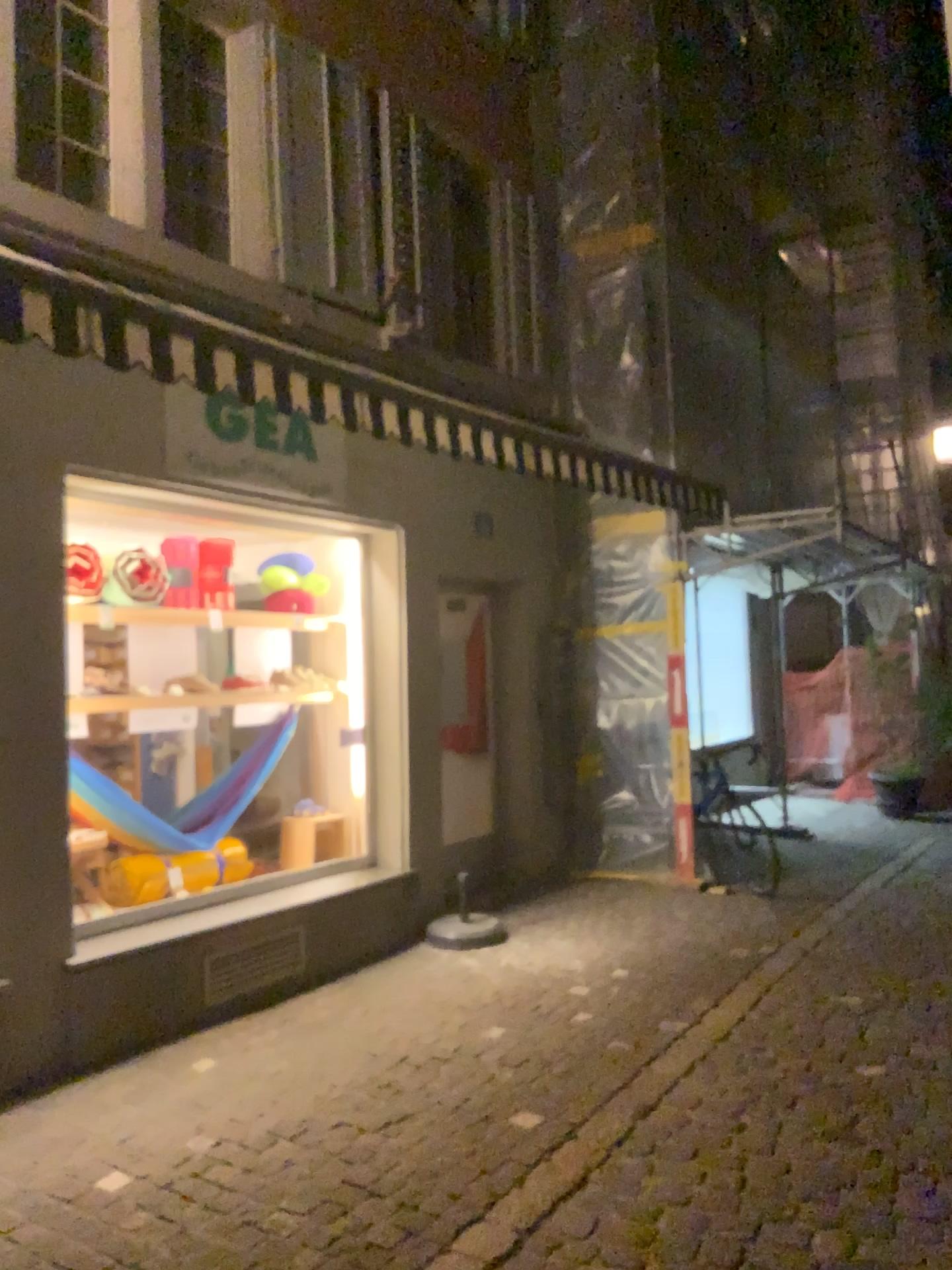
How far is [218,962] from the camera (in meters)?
4.82

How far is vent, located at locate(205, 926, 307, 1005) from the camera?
4.8m

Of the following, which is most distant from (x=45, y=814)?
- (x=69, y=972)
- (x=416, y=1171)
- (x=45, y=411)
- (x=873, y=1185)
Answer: (x=873, y=1185)
